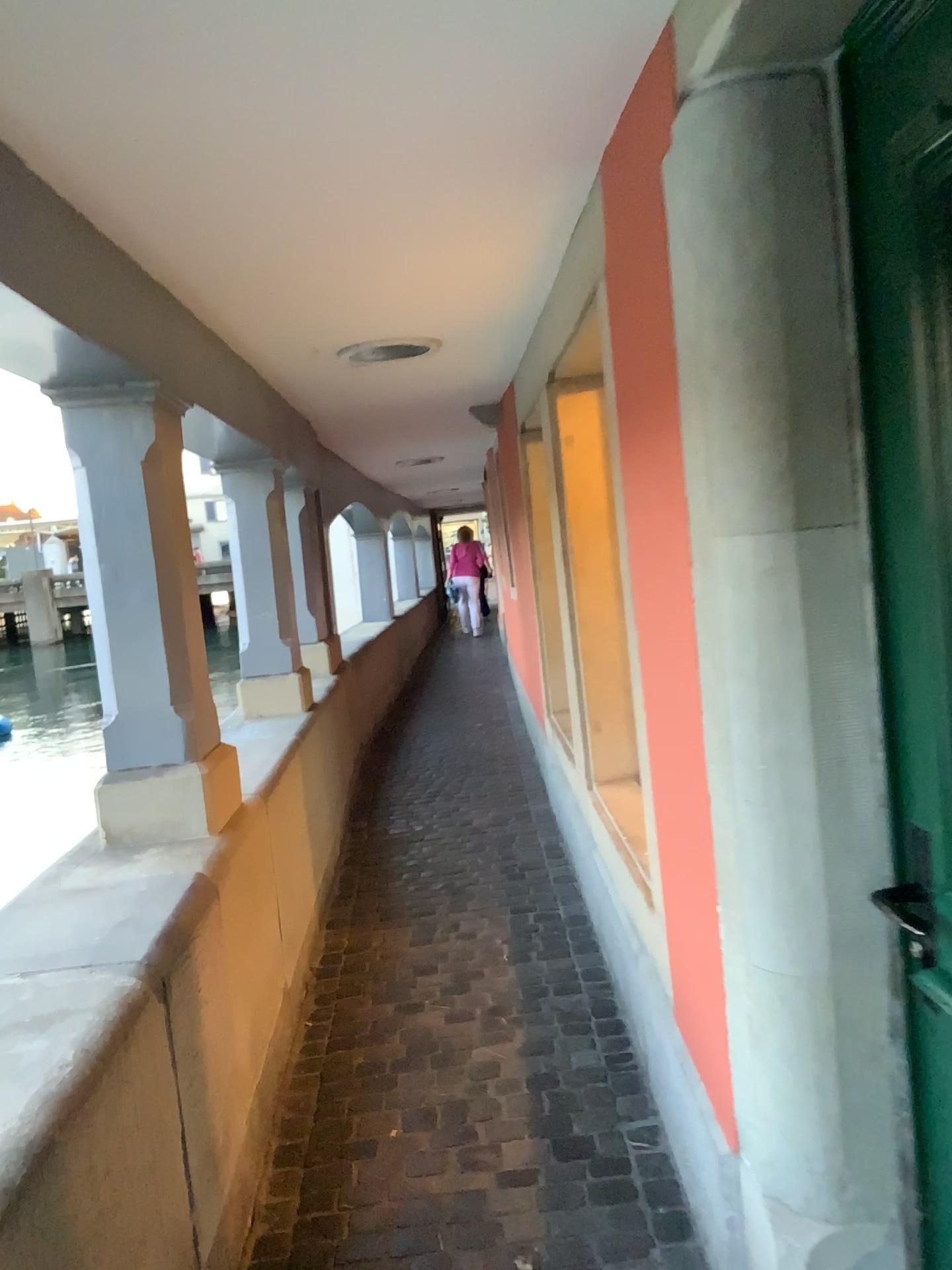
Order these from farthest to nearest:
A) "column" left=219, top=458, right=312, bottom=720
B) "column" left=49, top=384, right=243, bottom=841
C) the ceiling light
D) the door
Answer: "column" left=219, top=458, right=312, bottom=720, the ceiling light, "column" left=49, top=384, right=243, bottom=841, the door

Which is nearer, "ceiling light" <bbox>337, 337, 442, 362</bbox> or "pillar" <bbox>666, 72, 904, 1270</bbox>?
"pillar" <bbox>666, 72, 904, 1270</bbox>

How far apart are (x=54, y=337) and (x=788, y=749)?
1.5 meters

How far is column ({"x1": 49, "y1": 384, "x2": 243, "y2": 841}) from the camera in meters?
2.6 m

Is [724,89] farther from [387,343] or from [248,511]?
[248,511]

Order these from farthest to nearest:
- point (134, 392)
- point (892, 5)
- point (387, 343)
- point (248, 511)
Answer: point (248, 511) → point (387, 343) → point (134, 392) → point (892, 5)

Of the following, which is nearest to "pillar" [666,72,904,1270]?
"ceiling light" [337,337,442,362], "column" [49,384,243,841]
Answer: "column" [49,384,243,841]

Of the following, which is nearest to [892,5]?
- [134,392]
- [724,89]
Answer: [724,89]

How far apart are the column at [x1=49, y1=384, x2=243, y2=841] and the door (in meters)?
1.65

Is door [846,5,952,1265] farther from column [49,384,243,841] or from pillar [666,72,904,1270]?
column [49,384,243,841]
